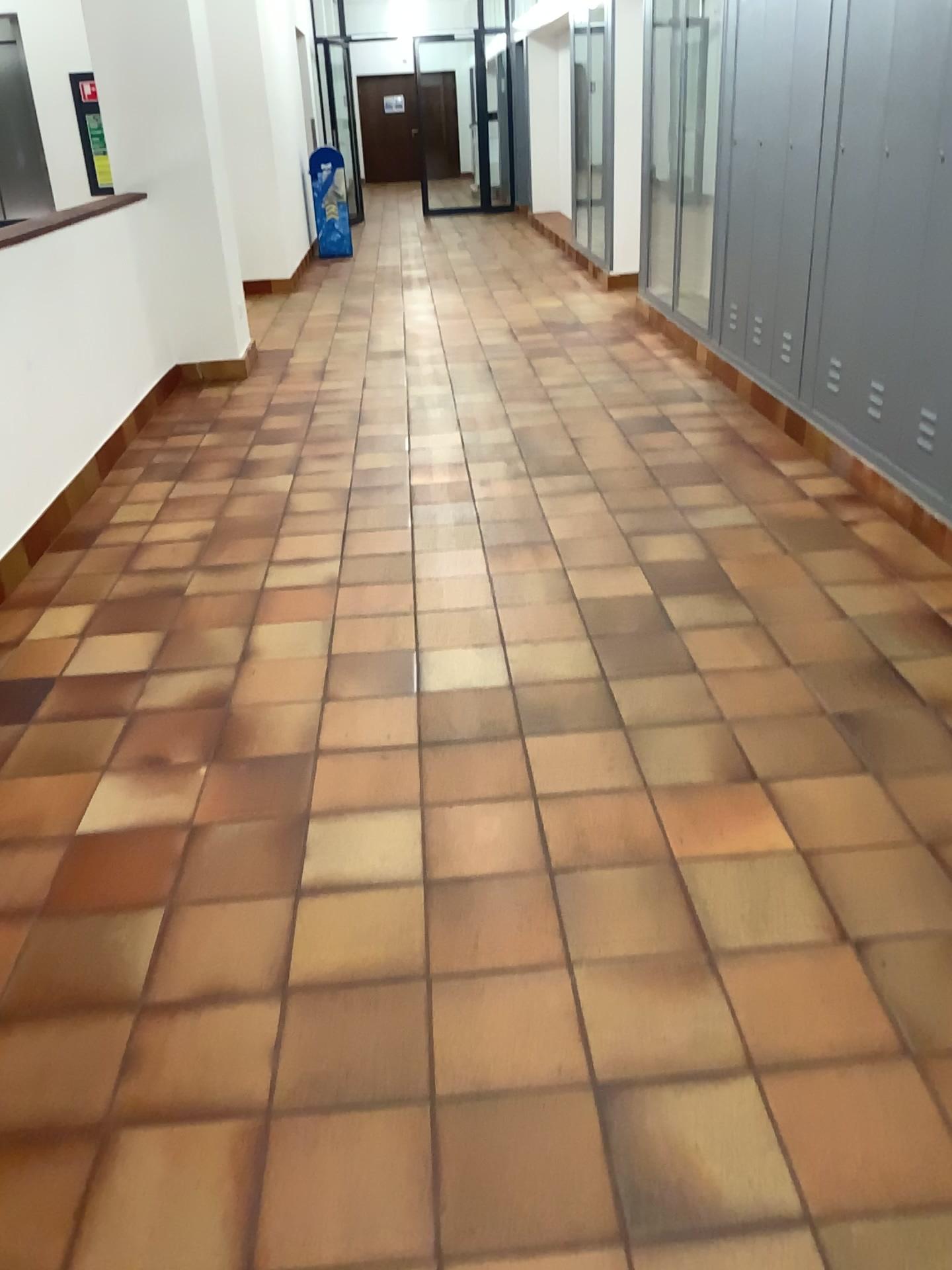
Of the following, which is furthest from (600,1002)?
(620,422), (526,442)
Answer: (620,422)
